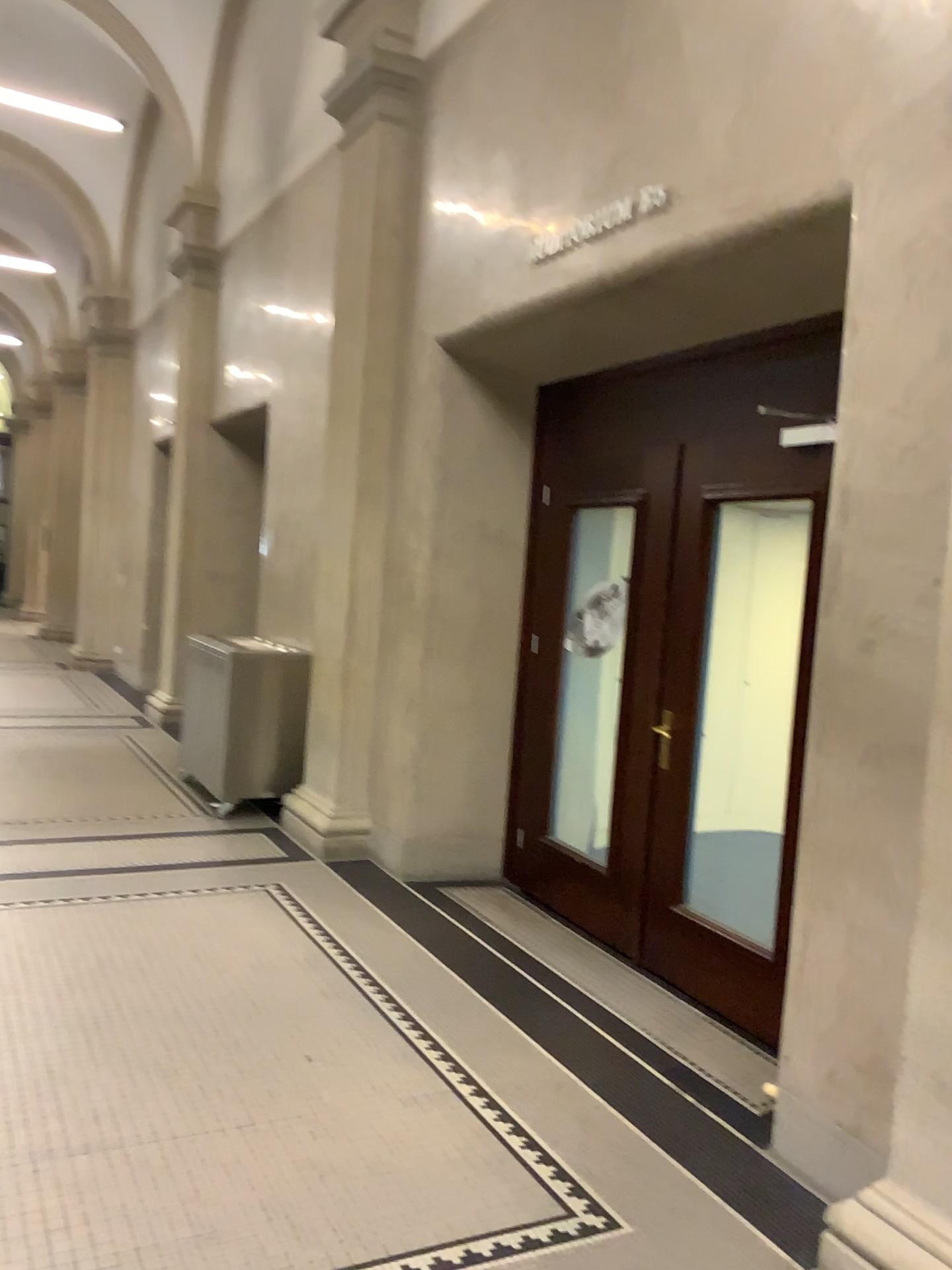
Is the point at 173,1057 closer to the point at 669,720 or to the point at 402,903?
the point at 402,903

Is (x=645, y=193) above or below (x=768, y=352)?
above

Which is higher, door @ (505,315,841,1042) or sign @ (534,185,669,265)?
sign @ (534,185,669,265)
